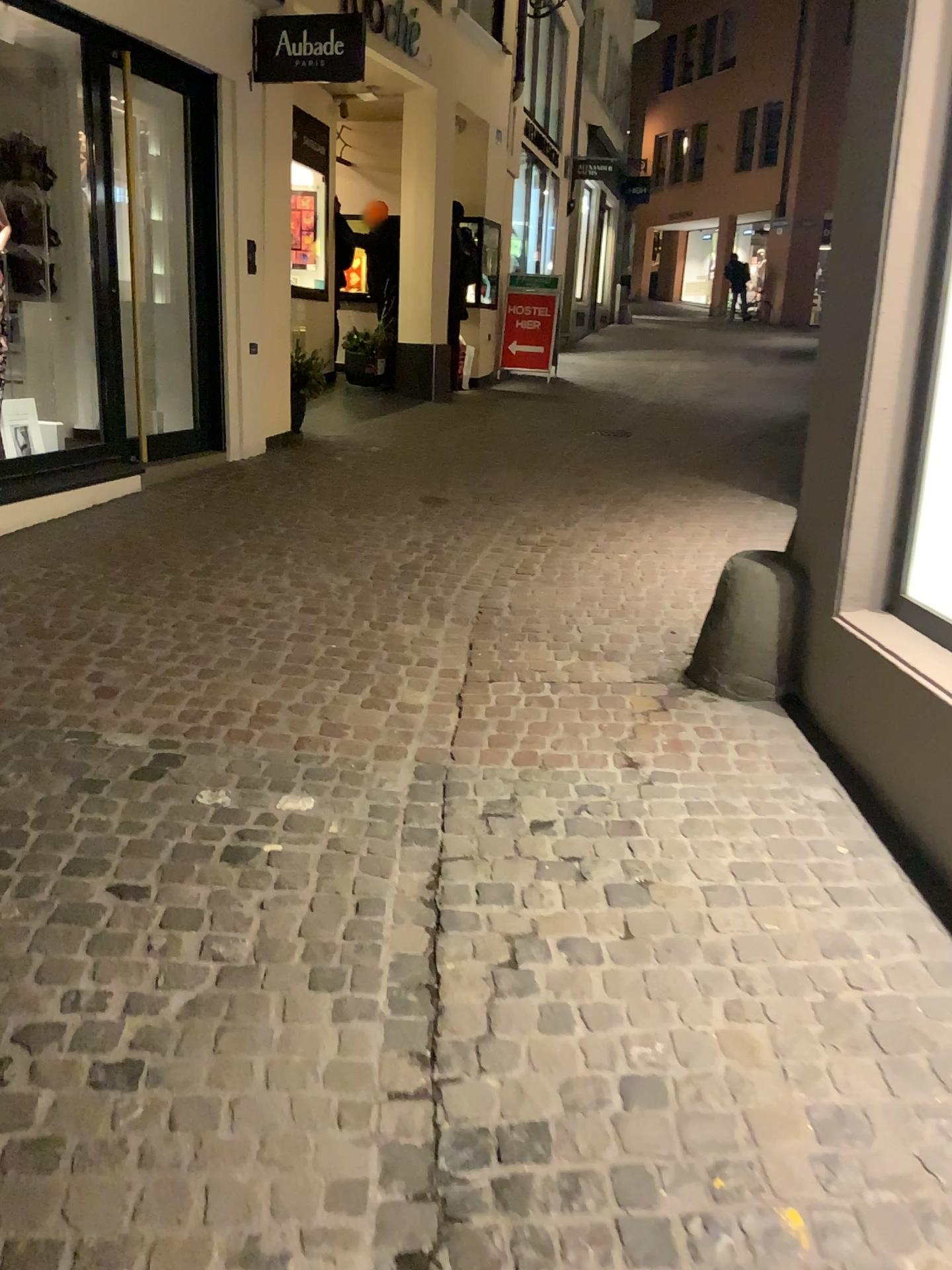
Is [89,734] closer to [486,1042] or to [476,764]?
[476,764]
